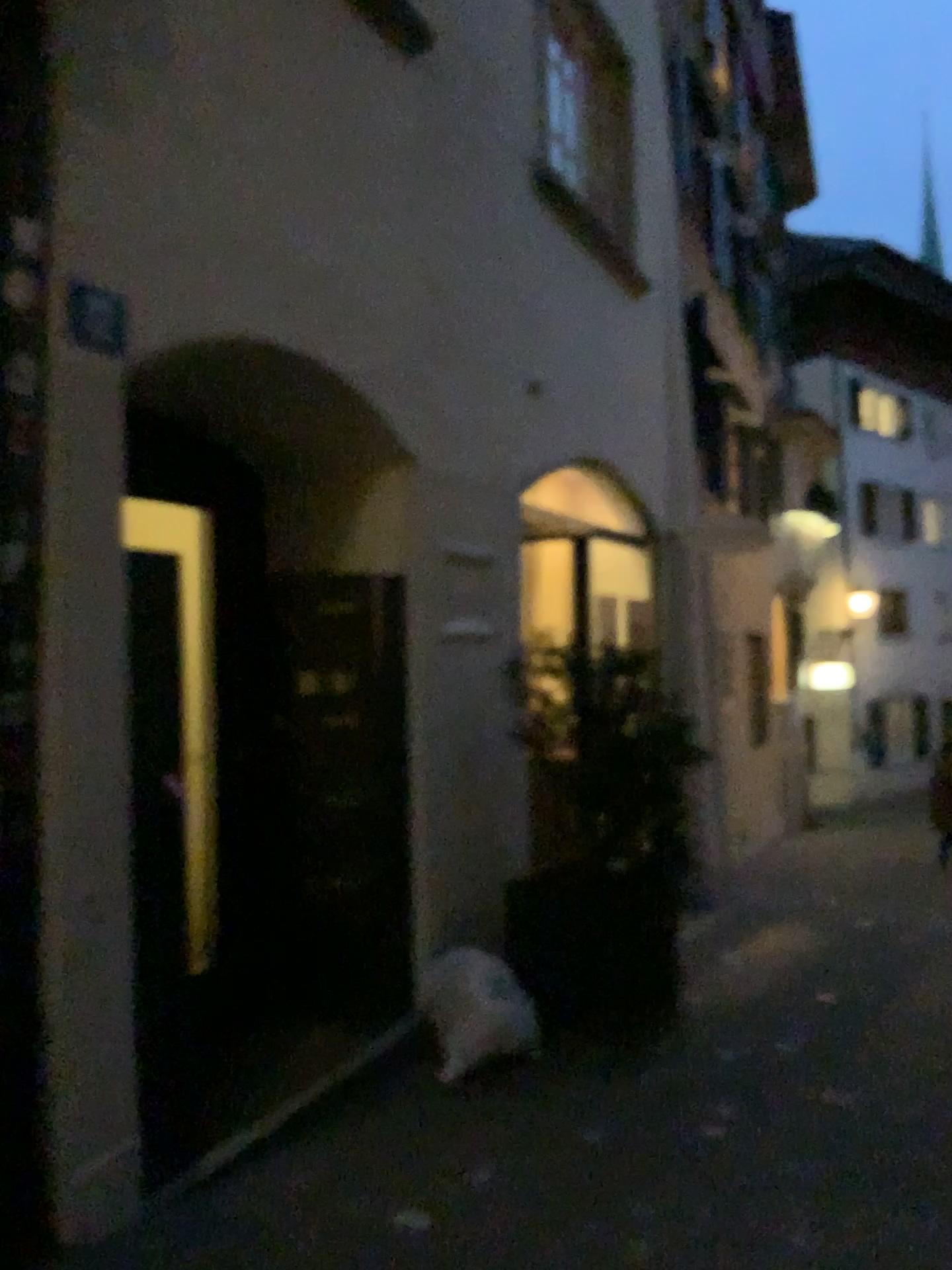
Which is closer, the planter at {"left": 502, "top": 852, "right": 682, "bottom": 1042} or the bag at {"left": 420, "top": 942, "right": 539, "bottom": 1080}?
the bag at {"left": 420, "top": 942, "right": 539, "bottom": 1080}

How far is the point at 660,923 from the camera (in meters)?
4.47

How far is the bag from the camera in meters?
3.8 m

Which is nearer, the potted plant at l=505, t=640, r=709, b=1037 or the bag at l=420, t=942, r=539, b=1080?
the bag at l=420, t=942, r=539, b=1080

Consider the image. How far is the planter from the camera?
4.3m

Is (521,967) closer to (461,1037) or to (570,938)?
(570,938)

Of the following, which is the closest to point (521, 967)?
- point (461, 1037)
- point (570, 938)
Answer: point (570, 938)

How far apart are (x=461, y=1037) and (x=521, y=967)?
0.55m
